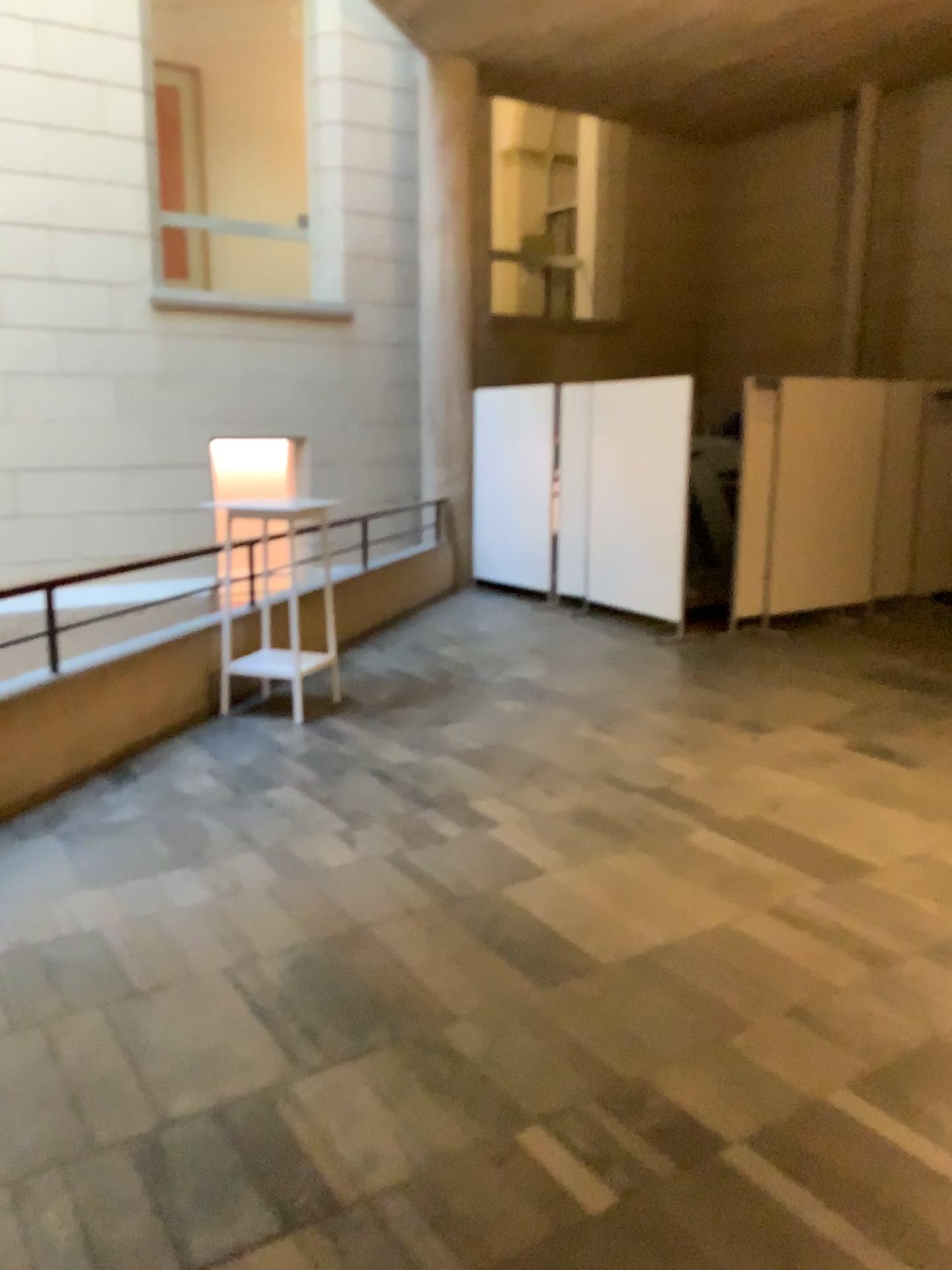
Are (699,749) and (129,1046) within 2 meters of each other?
no
